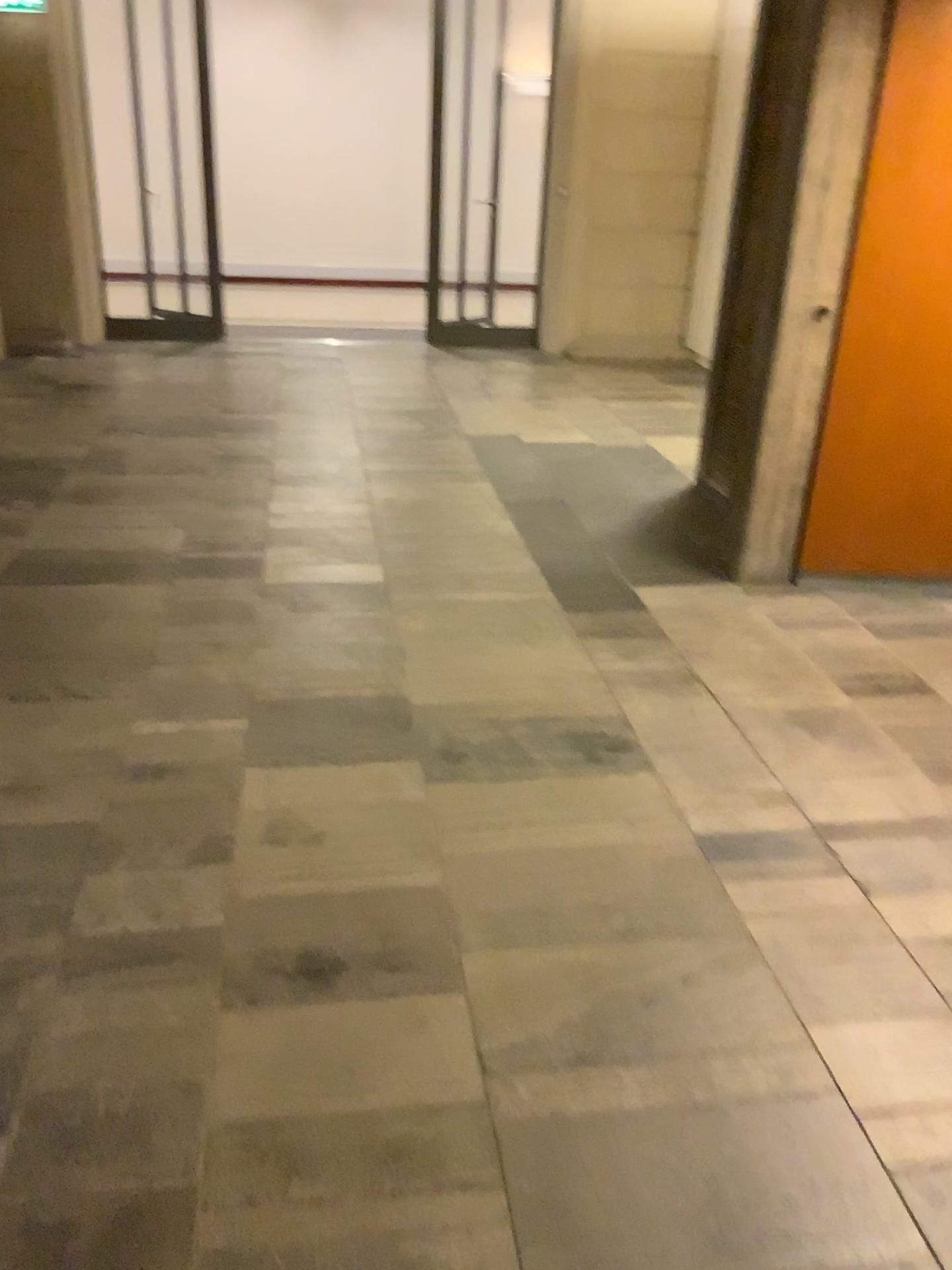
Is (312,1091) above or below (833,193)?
below
